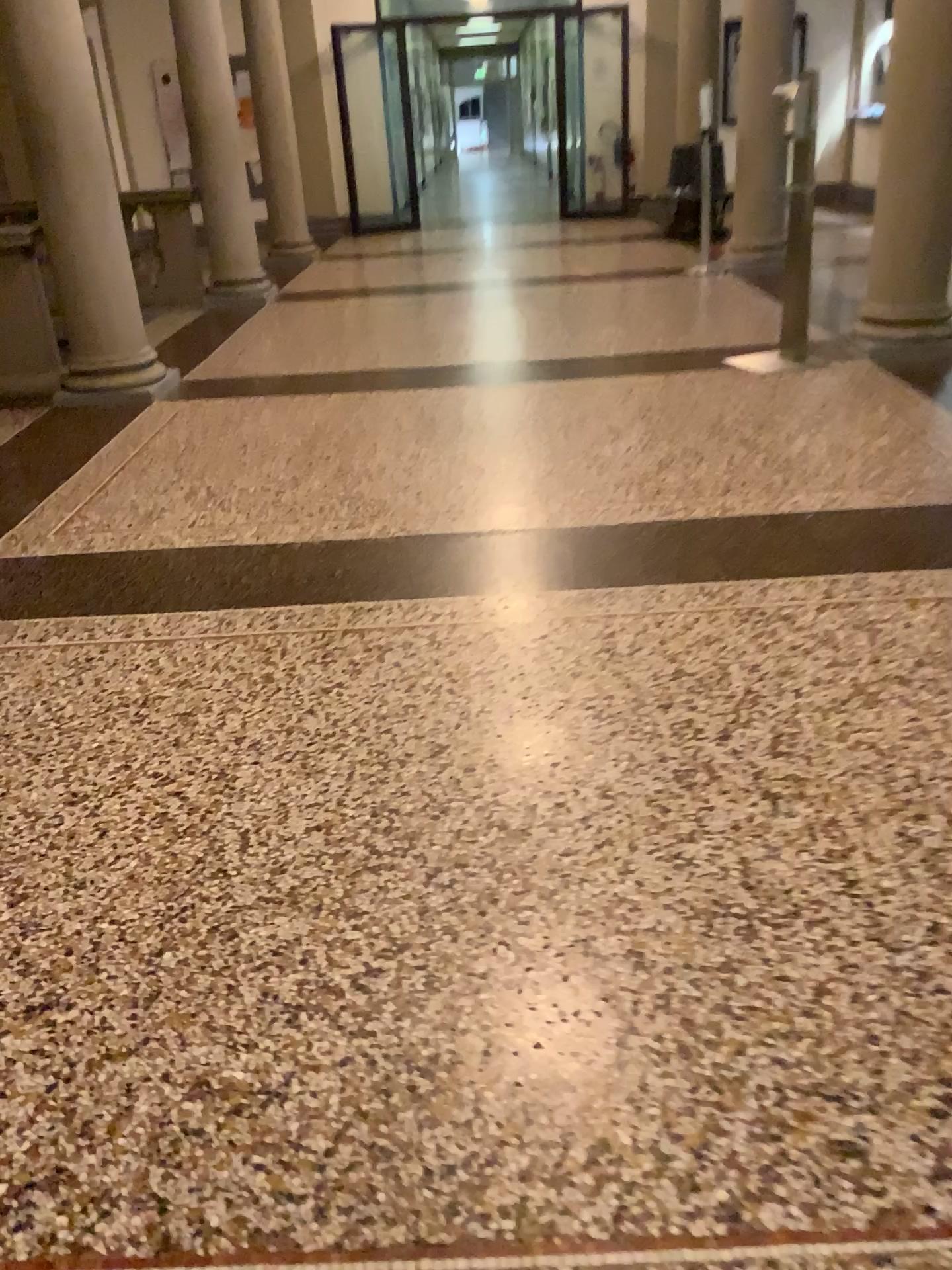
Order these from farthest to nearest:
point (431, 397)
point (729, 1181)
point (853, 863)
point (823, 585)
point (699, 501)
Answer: point (431, 397) < point (699, 501) < point (823, 585) < point (853, 863) < point (729, 1181)
